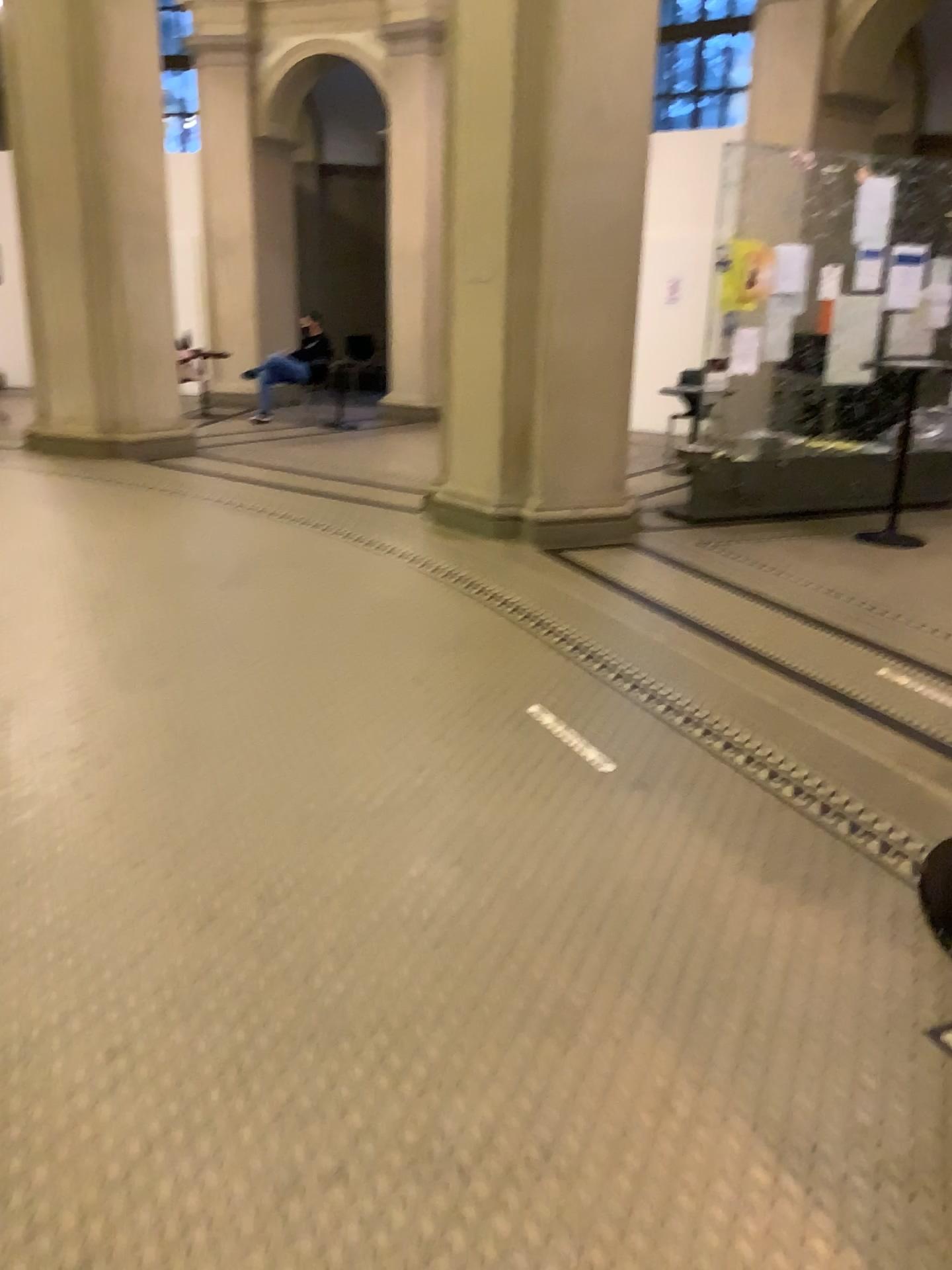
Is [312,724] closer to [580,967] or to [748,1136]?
[580,967]
